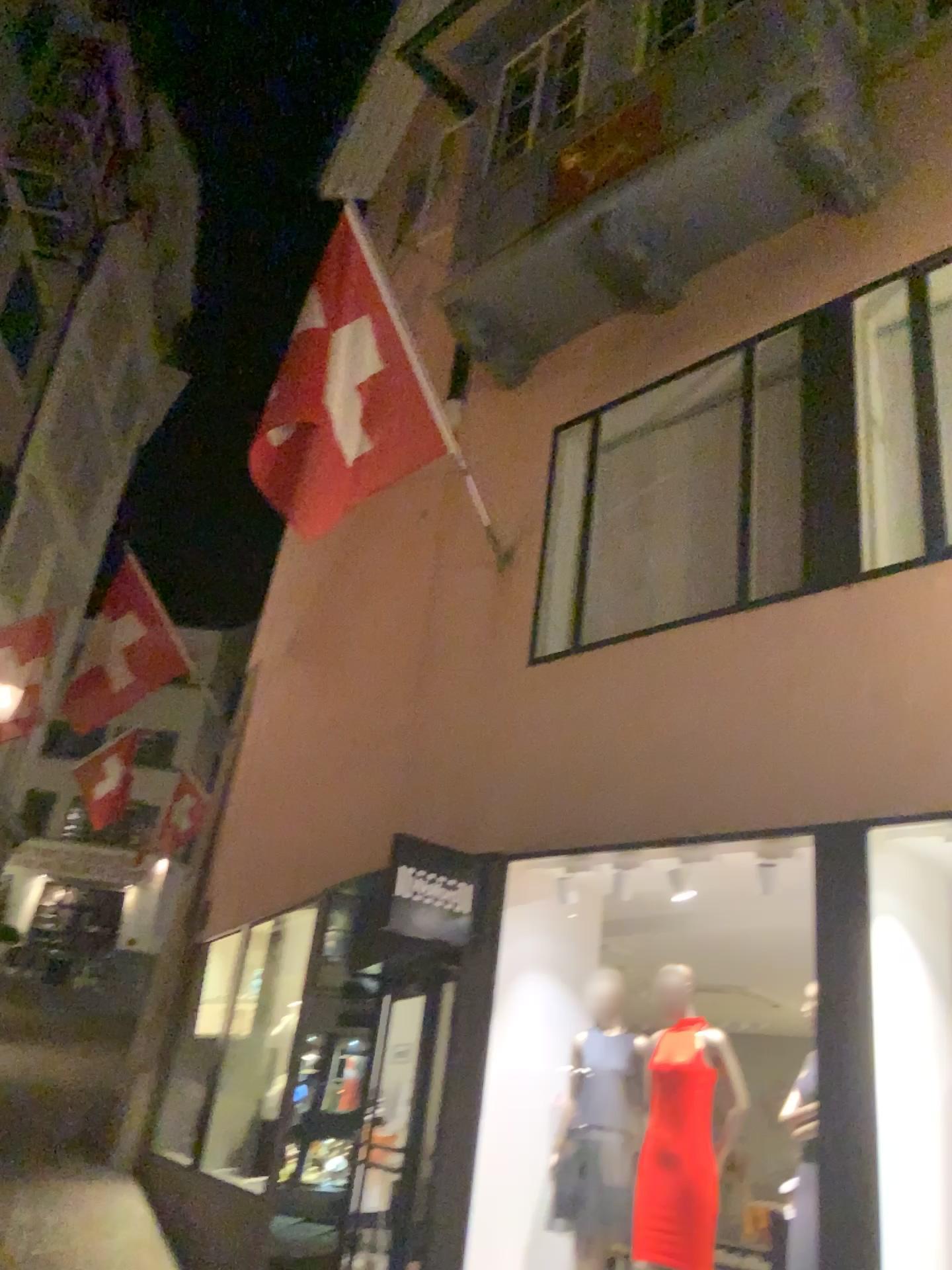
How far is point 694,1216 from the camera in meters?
4.3 m

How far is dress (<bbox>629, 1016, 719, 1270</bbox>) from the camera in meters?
4.3

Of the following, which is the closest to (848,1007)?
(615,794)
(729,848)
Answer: (729,848)
